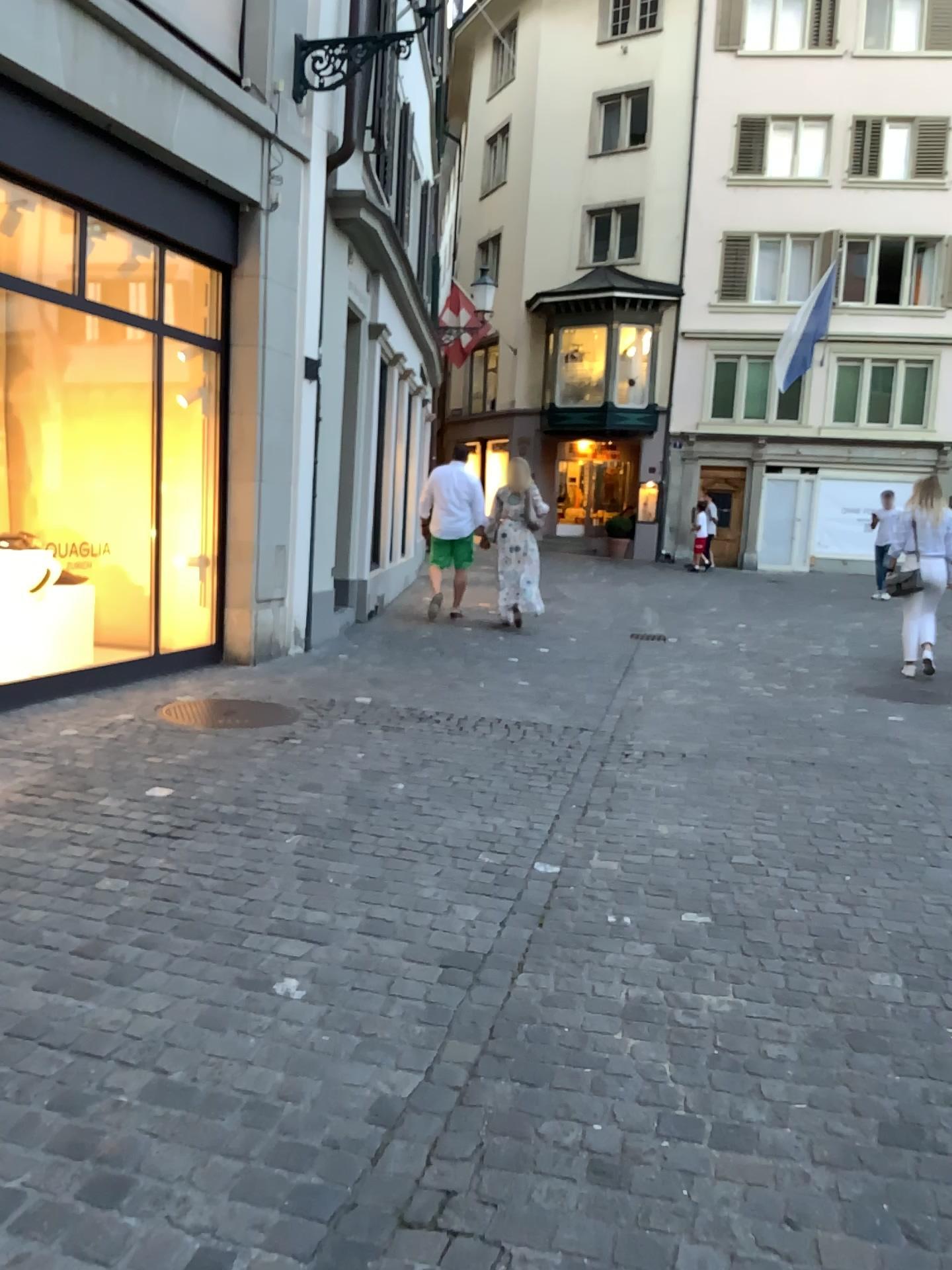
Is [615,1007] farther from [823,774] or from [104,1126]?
[823,774]
